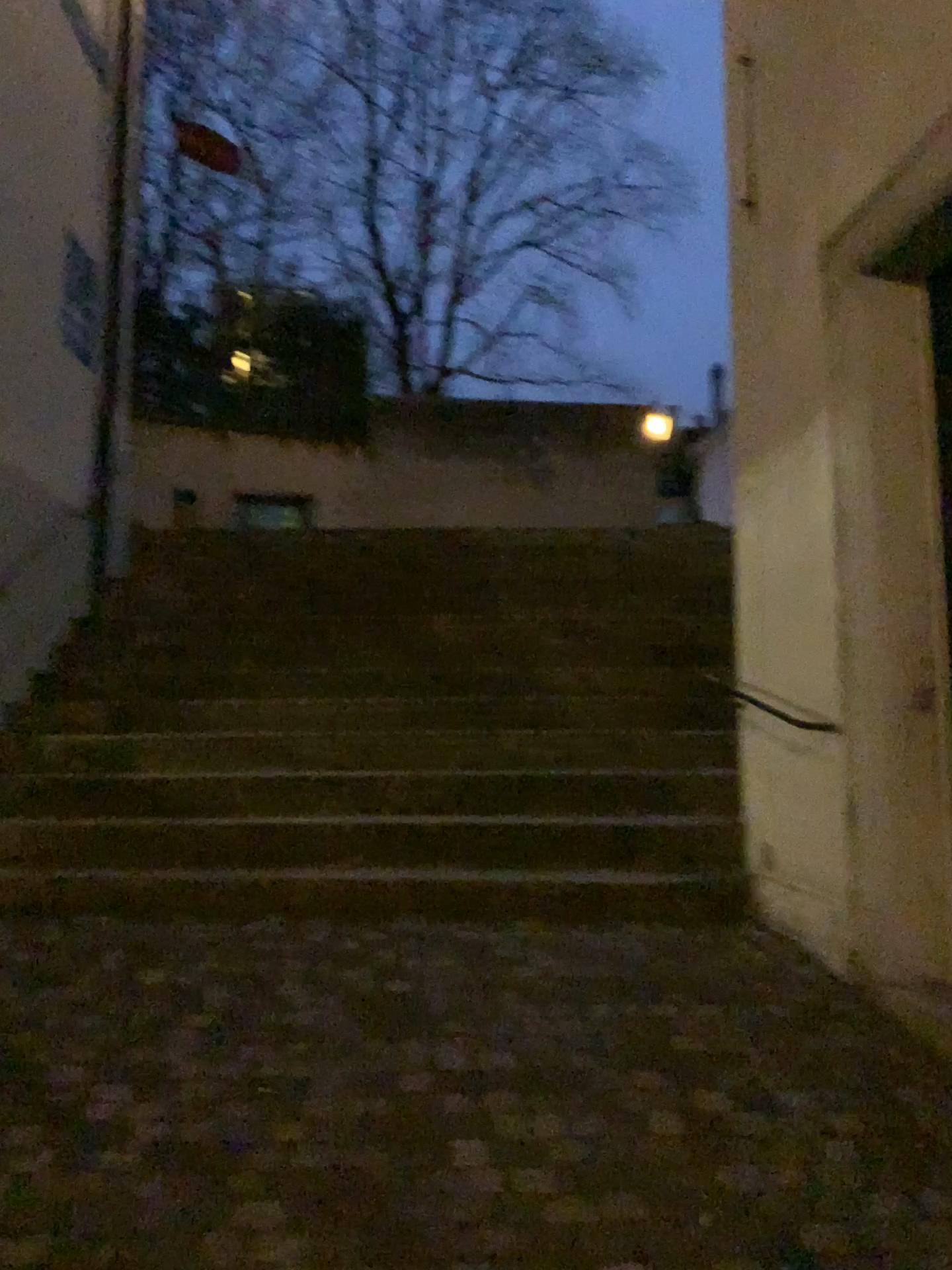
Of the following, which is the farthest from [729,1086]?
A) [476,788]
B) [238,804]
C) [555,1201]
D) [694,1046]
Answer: [238,804]
